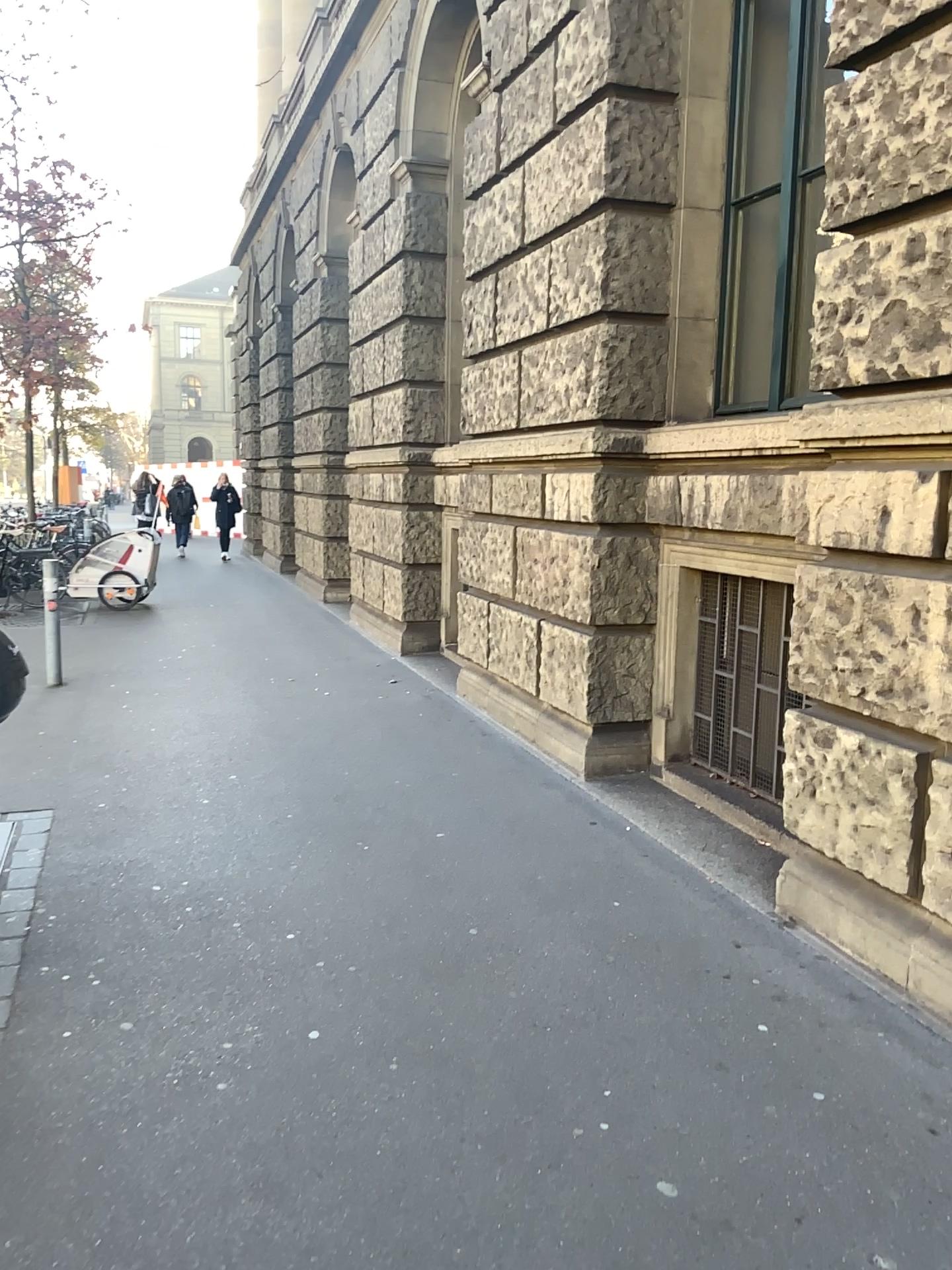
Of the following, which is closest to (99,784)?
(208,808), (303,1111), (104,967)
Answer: (208,808)
